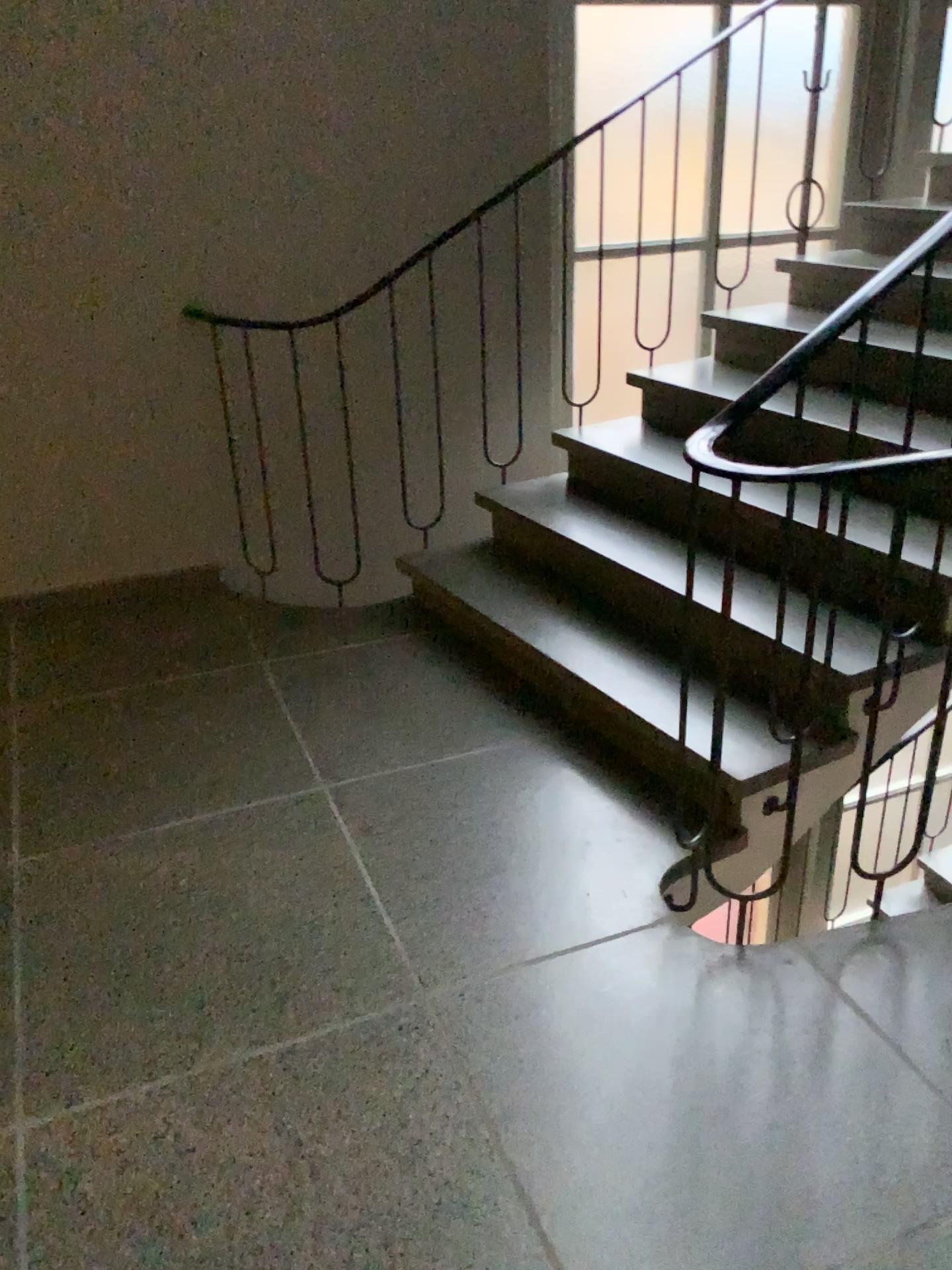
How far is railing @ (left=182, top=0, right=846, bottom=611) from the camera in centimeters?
345cm

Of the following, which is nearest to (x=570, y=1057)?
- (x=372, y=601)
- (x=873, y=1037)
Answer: (x=873, y=1037)

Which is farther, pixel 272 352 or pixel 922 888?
pixel 272 352

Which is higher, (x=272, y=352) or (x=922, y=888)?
(x=272, y=352)

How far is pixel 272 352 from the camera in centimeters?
345cm

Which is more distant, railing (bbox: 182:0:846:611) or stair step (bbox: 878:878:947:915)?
railing (bbox: 182:0:846:611)
